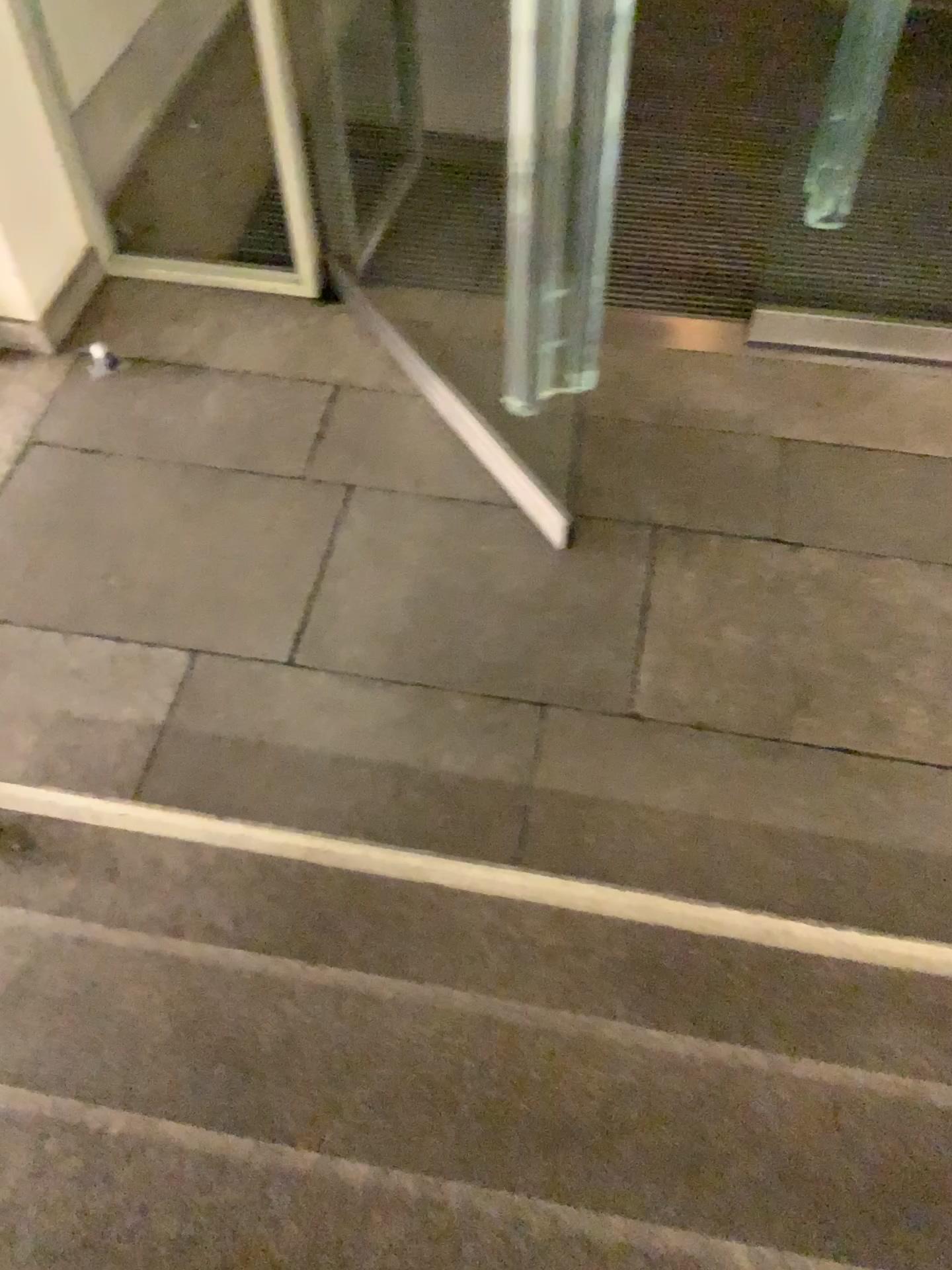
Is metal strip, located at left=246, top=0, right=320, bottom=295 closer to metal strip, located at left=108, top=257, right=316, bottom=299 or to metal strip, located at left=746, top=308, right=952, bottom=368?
metal strip, located at left=108, top=257, right=316, bottom=299

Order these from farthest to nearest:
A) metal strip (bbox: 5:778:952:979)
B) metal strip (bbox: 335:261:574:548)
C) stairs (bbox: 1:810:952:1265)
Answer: metal strip (bbox: 335:261:574:548) → metal strip (bbox: 5:778:952:979) → stairs (bbox: 1:810:952:1265)

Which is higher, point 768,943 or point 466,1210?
point 466,1210

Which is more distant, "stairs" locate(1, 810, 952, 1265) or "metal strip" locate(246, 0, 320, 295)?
"metal strip" locate(246, 0, 320, 295)

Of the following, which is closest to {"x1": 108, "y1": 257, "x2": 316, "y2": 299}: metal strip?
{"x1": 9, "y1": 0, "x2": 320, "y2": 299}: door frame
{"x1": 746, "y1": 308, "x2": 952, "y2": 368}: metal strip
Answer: {"x1": 9, "y1": 0, "x2": 320, "y2": 299}: door frame

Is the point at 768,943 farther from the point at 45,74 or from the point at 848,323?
the point at 45,74

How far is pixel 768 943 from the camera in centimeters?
183cm

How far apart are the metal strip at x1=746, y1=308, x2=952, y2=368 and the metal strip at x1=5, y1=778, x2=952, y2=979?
1.7m

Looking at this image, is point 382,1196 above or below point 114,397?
above

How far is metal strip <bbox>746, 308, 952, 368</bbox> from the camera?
2.9m
